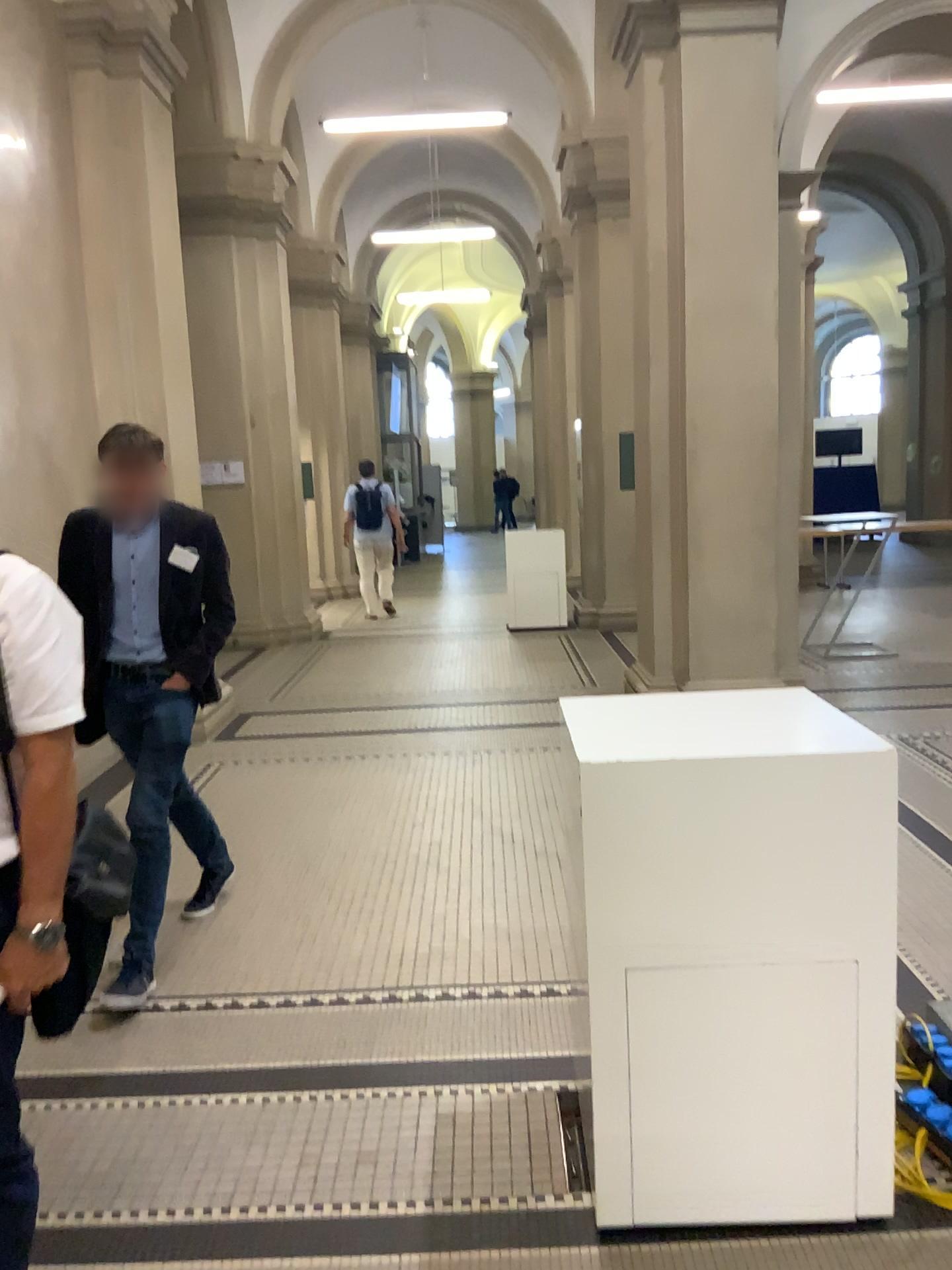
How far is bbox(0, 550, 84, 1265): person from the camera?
1.7 meters

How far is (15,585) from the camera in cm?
168

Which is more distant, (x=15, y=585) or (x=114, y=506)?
(x=114, y=506)

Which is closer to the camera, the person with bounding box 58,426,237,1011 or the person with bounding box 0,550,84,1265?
the person with bounding box 0,550,84,1265

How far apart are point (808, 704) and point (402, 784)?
3.2 meters
